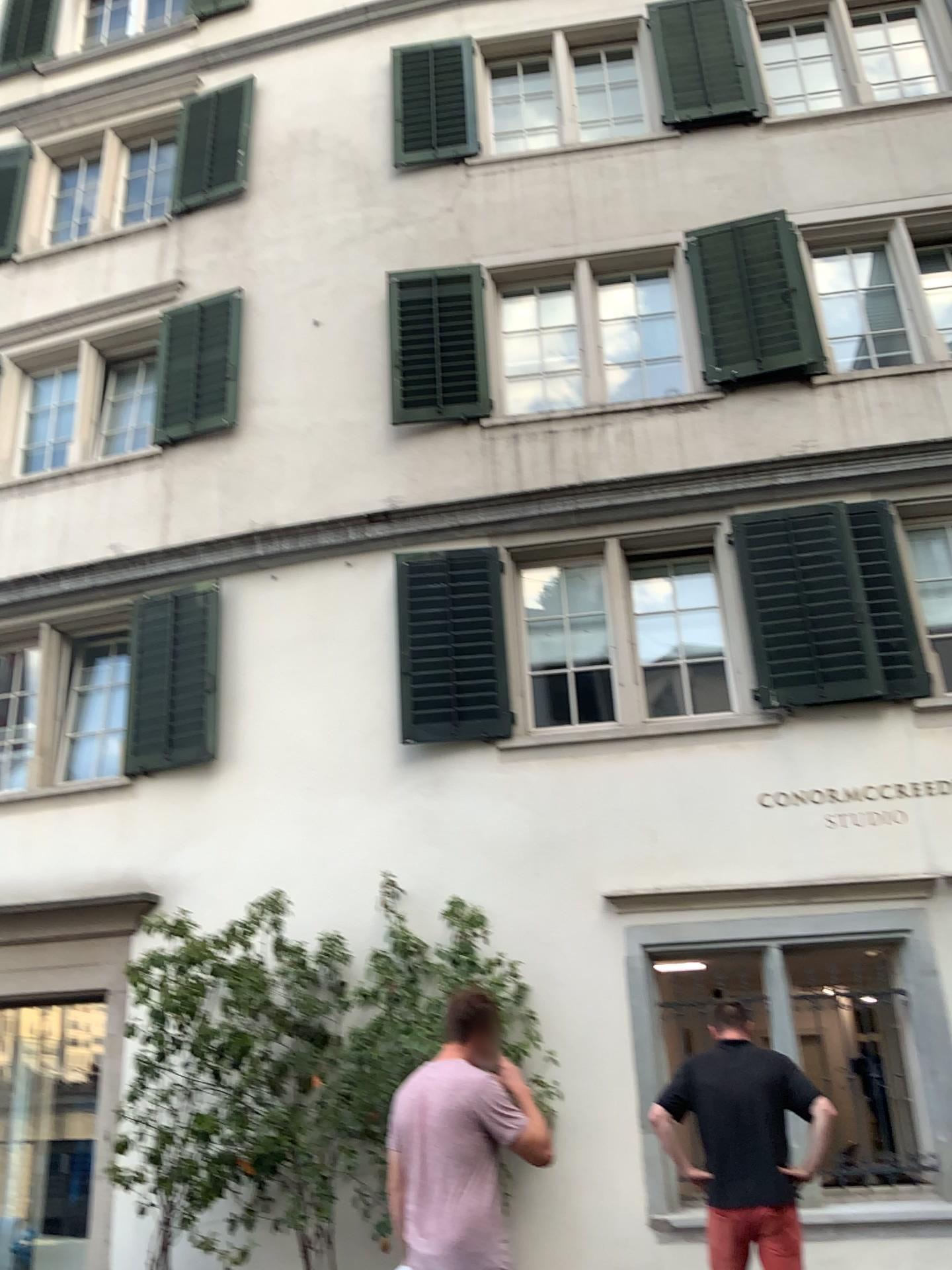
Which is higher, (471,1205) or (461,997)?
(461,997)

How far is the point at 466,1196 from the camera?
3.60m

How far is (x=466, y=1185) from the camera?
3.61m

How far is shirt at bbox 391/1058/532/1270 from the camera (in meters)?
3.60

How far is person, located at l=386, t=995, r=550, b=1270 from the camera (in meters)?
3.61
